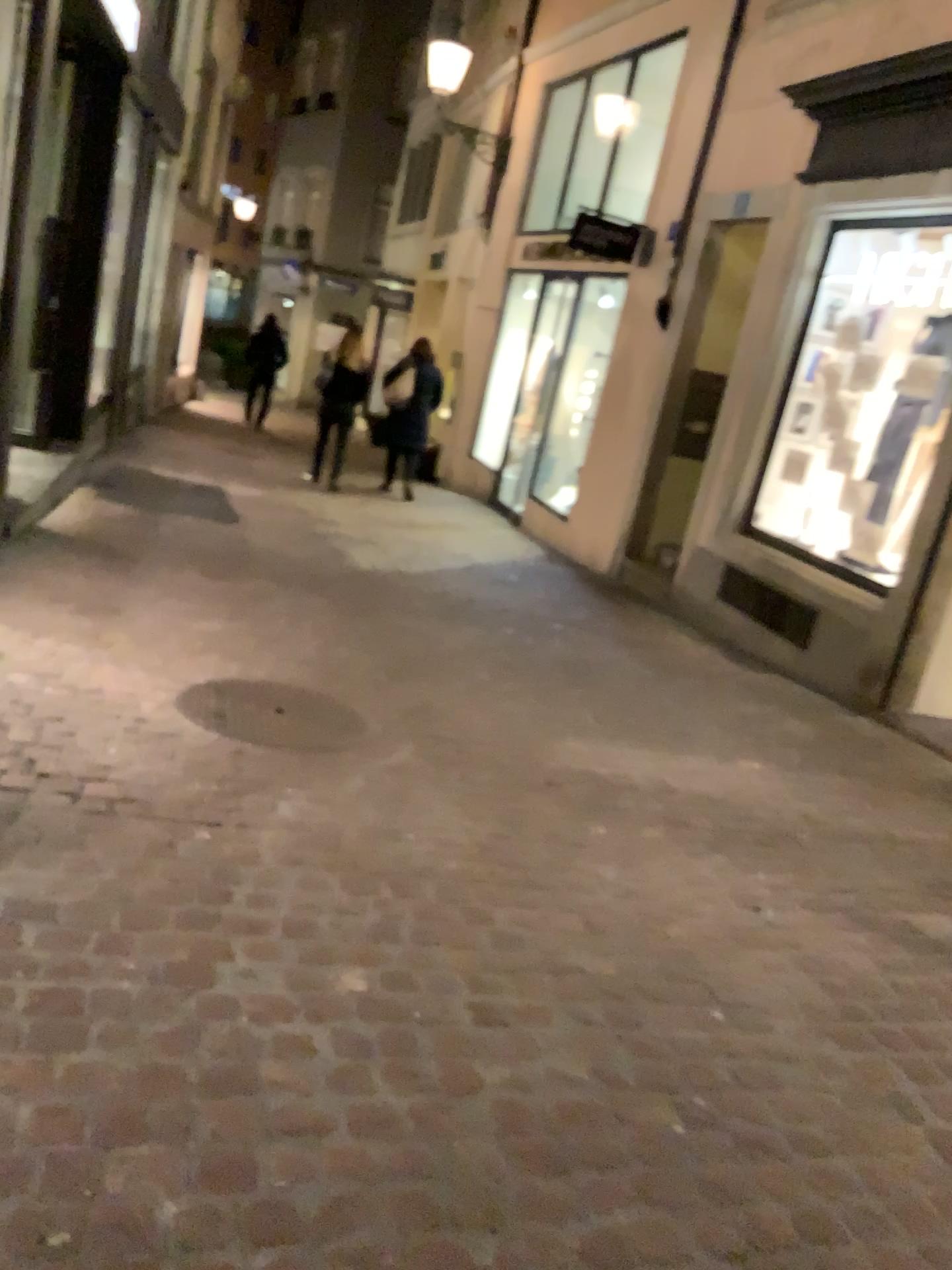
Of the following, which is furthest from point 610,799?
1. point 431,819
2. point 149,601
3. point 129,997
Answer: point 149,601
